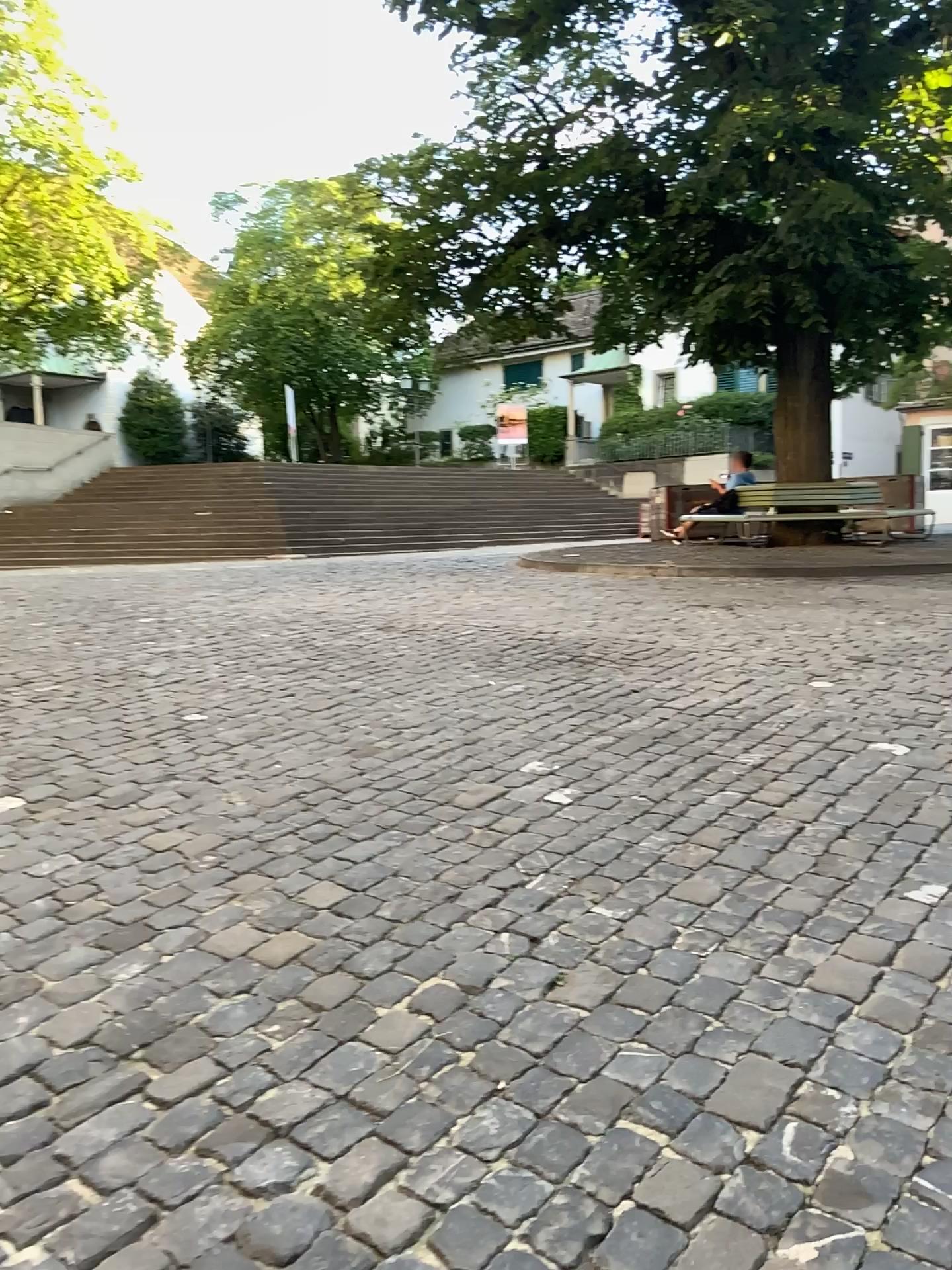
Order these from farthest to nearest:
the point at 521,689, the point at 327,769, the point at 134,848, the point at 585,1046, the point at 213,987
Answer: the point at 521,689, the point at 327,769, the point at 134,848, the point at 213,987, the point at 585,1046
